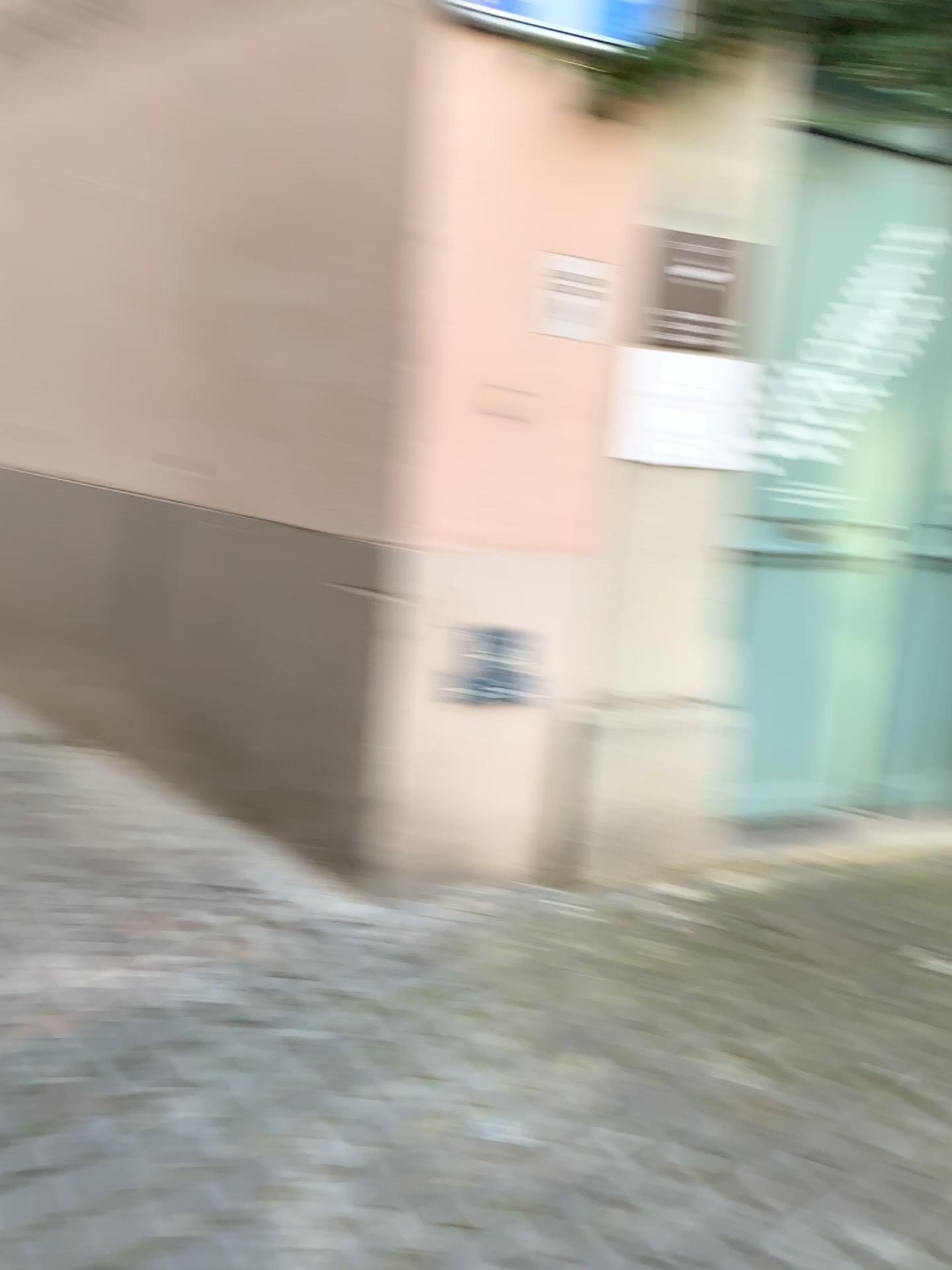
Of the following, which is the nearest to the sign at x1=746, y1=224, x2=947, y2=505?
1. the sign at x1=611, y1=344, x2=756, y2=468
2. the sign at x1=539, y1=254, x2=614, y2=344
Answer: the sign at x1=611, y1=344, x2=756, y2=468

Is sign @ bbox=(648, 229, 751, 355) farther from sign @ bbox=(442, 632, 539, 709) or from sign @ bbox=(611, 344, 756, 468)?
sign @ bbox=(442, 632, 539, 709)

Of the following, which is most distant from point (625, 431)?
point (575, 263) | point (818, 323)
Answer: point (818, 323)

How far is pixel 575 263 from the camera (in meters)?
2.52

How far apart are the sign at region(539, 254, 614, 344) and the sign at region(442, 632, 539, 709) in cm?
77

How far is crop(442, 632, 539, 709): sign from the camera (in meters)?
2.76

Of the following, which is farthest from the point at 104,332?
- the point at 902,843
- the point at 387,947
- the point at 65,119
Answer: the point at 902,843

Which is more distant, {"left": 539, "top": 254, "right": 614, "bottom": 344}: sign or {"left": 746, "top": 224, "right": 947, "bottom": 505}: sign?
{"left": 746, "top": 224, "right": 947, "bottom": 505}: sign

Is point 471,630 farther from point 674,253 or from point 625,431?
point 674,253

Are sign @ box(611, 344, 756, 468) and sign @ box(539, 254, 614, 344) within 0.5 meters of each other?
yes
